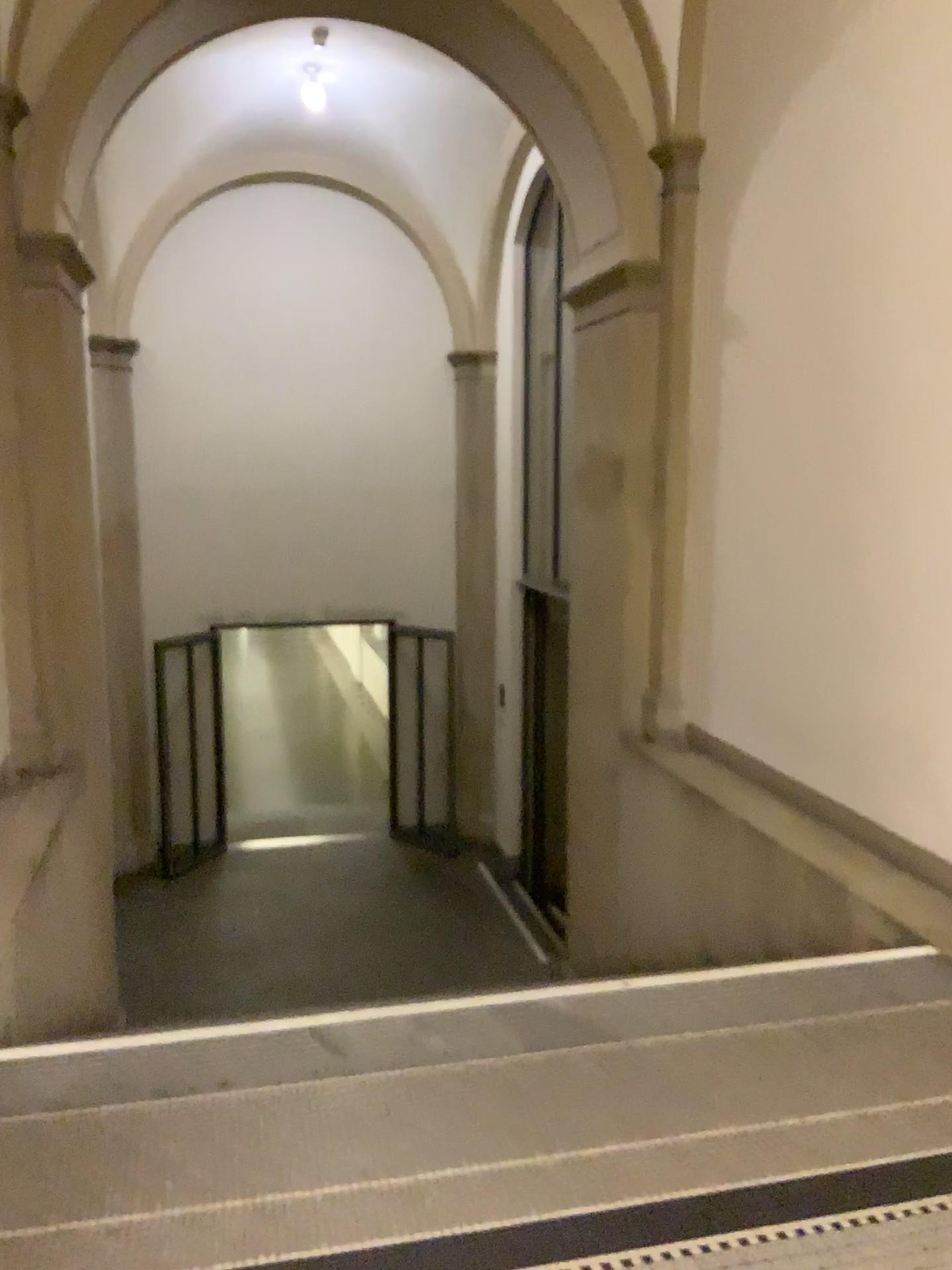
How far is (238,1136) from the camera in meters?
2.4 m
